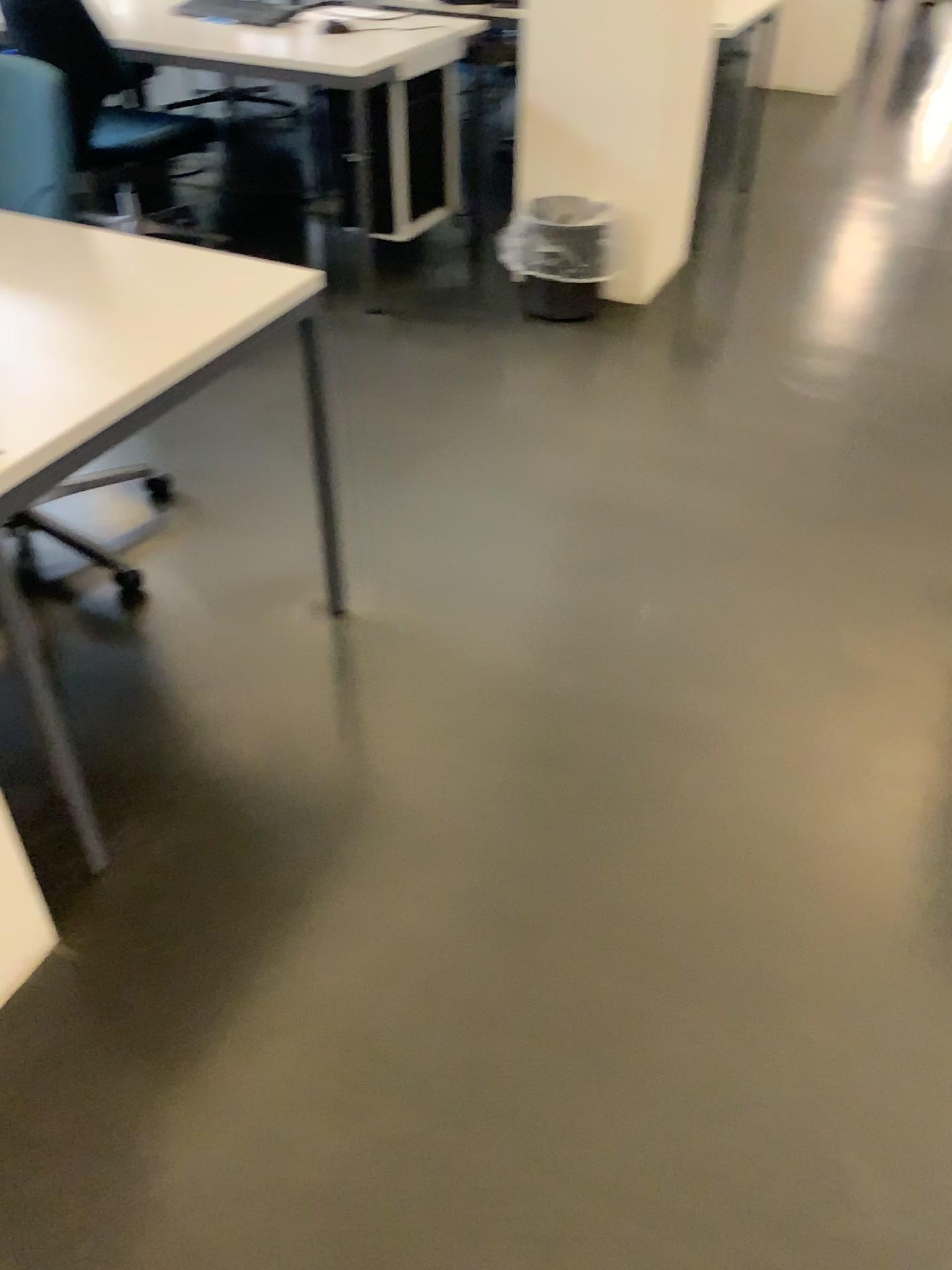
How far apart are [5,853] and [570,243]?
2.6 meters

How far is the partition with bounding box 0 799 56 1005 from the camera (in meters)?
1.50

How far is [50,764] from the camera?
1.56m

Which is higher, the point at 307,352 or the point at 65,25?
the point at 65,25

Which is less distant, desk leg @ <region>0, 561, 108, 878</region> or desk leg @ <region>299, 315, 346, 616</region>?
desk leg @ <region>0, 561, 108, 878</region>

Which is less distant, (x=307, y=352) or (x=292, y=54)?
(x=307, y=352)

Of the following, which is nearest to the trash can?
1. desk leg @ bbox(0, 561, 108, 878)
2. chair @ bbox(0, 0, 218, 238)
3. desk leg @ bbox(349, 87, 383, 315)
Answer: desk leg @ bbox(349, 87, 383, 315)

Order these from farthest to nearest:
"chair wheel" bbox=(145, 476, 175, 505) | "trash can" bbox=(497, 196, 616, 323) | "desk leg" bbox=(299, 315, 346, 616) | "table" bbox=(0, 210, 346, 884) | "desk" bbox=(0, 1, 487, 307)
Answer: "trash can" bbox=(497, 196, 616, 323) < "desk" bbox=(0, 1, 487, 307) < "chair wheel" bbox=(145, 476, 175, 505) < "desk leg" bbox=(299, 315, 346, 616) < "table" bbox=(0, 210, 346, 884)

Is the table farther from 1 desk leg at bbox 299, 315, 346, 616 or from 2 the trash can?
2 the trash can

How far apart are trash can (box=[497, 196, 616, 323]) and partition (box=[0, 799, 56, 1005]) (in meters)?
2.43
